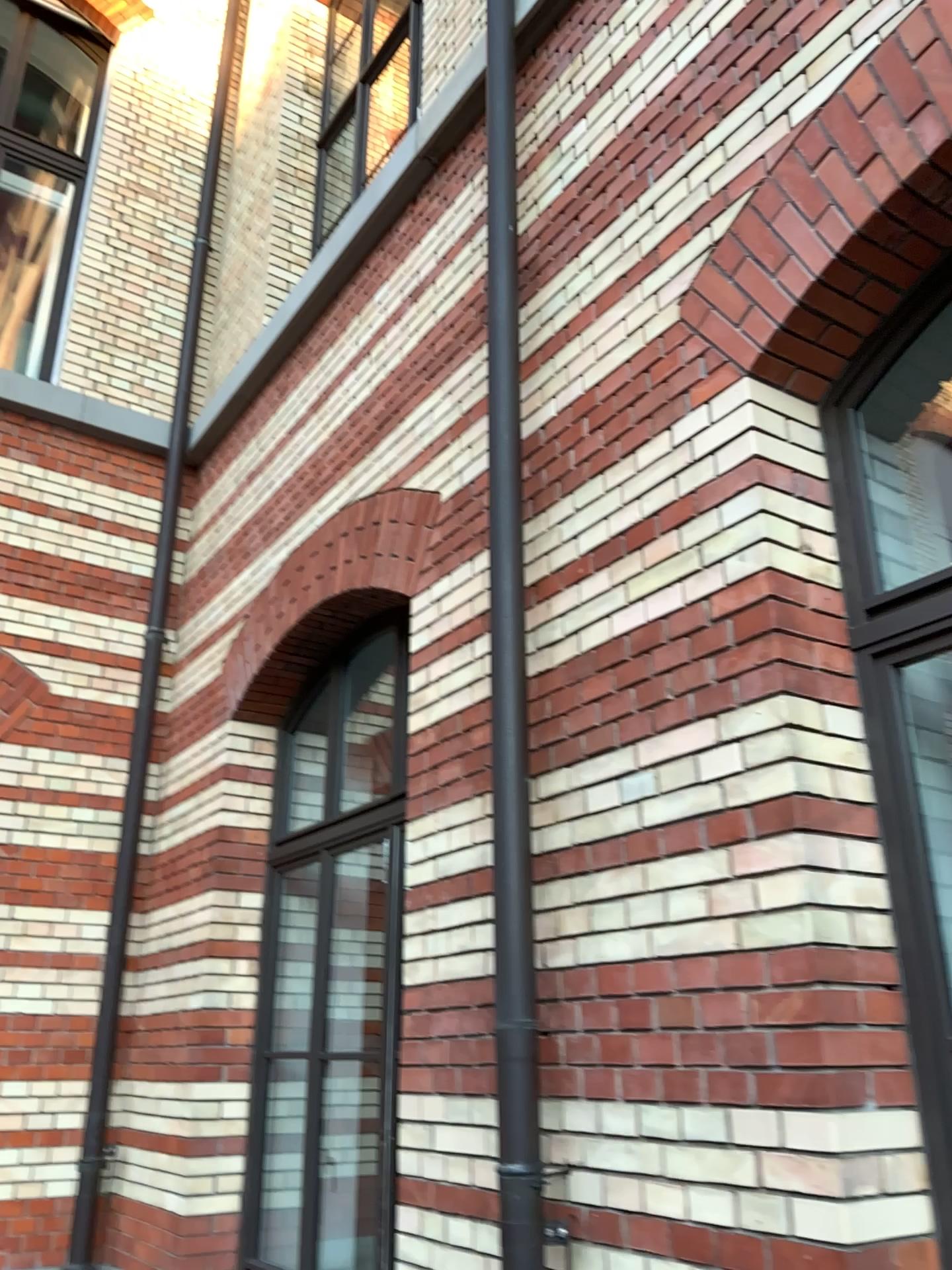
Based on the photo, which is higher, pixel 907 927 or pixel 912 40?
pixel 912 40

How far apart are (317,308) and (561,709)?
3.1m

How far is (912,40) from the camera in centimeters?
220cm

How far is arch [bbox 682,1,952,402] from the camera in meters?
2.2
